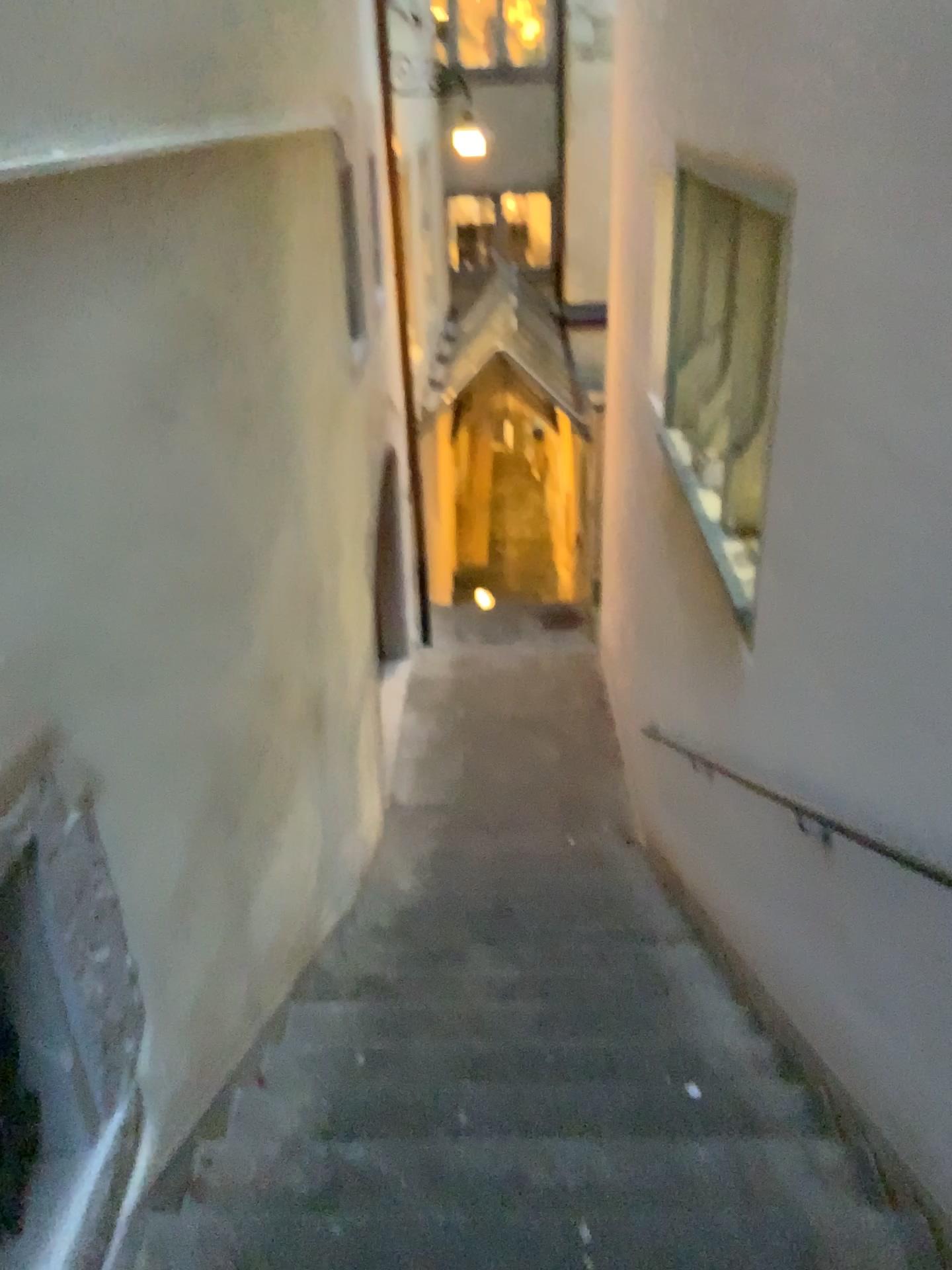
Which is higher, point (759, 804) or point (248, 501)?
point (248, 501)
